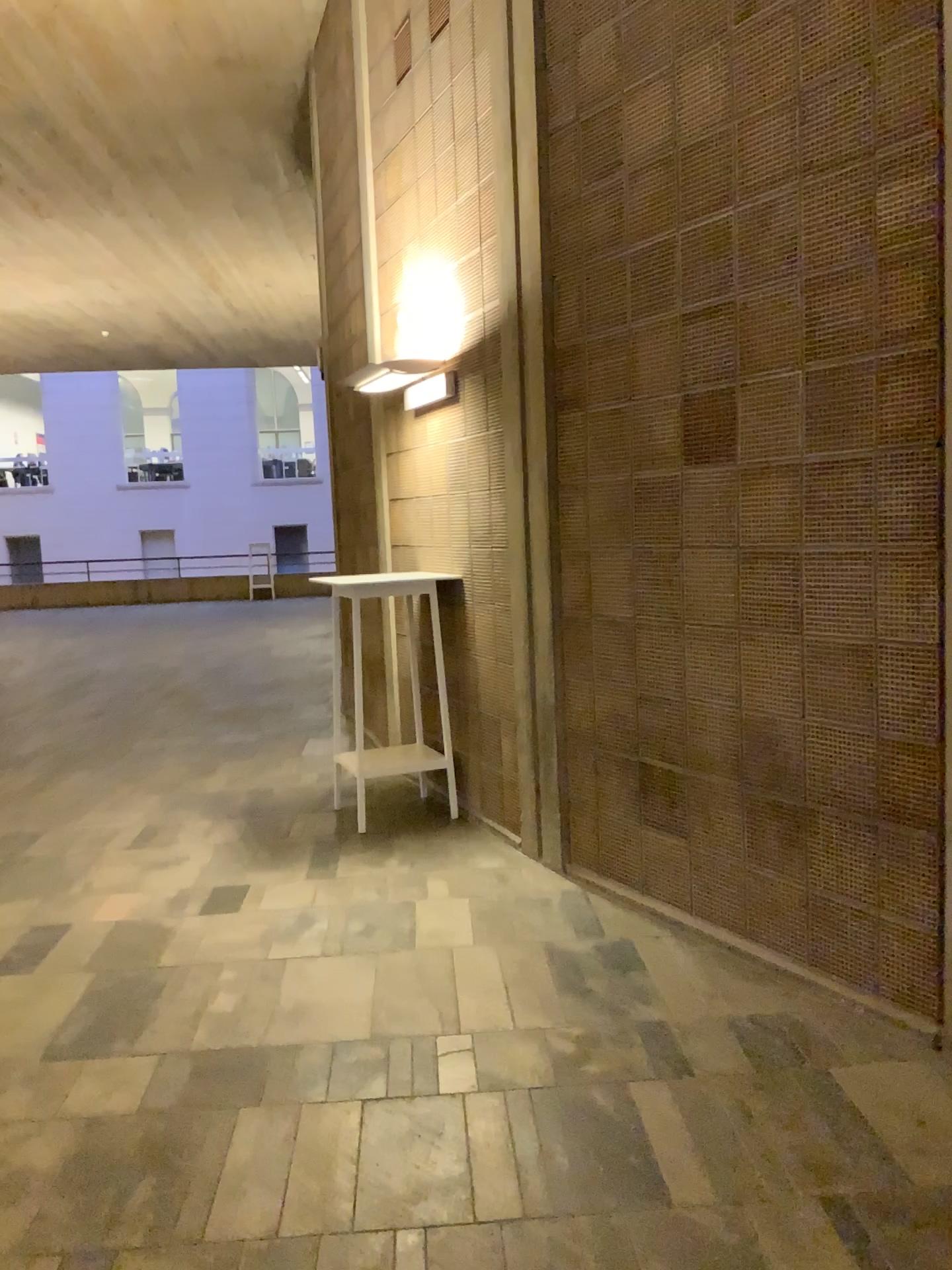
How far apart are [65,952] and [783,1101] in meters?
2.4
